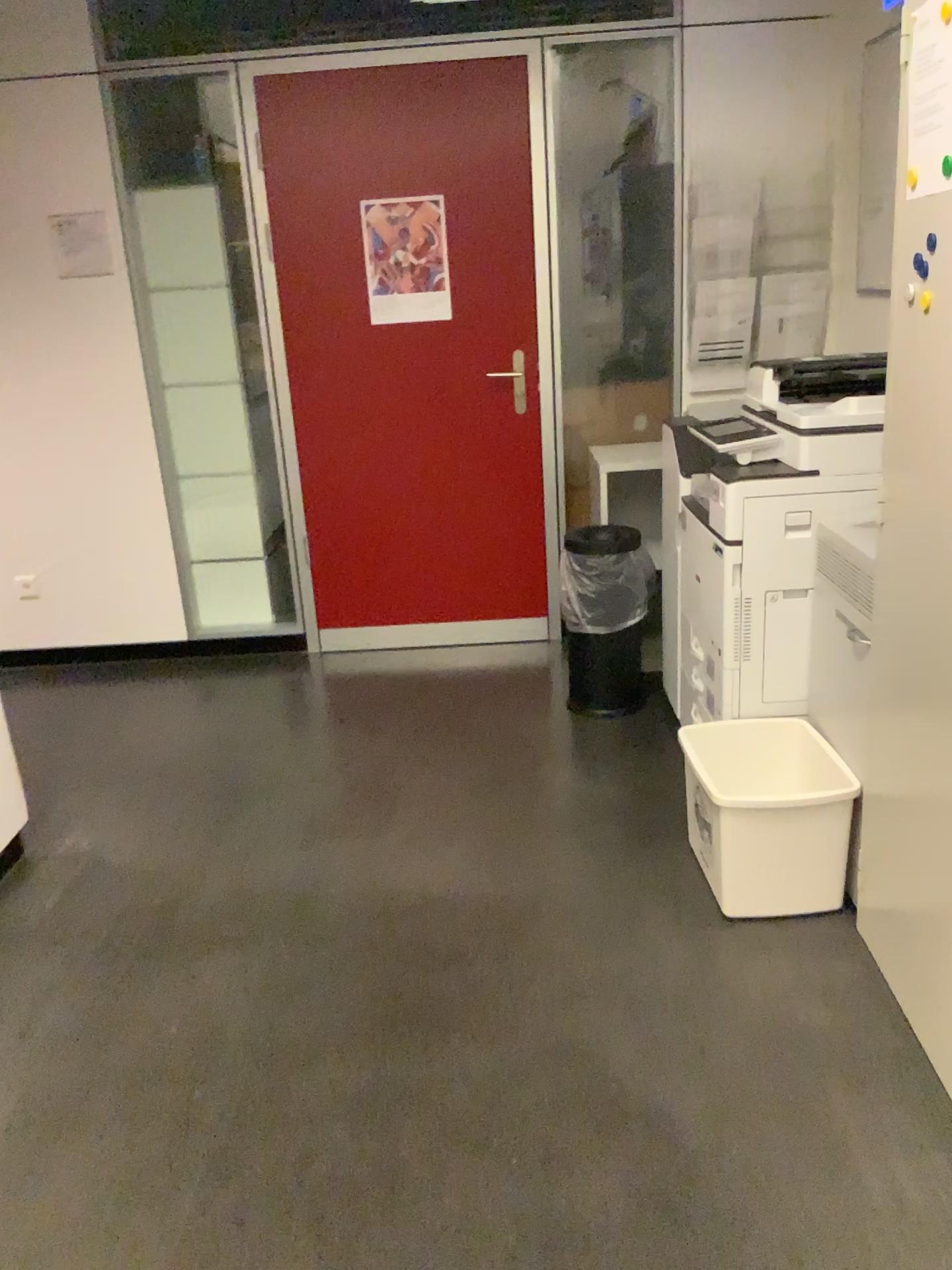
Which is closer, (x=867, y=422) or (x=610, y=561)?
(x=867, y=422)

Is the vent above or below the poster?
below

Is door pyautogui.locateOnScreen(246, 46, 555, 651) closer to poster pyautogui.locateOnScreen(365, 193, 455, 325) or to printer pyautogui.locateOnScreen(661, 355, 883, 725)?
poster pyautogui.locateOnScreen(365, 193, 455, 325)

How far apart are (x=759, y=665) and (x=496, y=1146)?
1.38m

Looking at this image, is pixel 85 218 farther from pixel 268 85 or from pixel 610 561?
pixel 610 561

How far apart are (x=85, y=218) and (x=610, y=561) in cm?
225

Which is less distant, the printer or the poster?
the printer

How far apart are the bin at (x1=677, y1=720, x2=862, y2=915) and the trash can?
0.9 meters

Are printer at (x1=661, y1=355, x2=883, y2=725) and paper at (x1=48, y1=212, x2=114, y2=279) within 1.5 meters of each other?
no

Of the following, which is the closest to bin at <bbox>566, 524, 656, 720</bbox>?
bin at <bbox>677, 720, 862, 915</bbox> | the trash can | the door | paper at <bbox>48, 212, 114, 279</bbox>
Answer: the trash can
